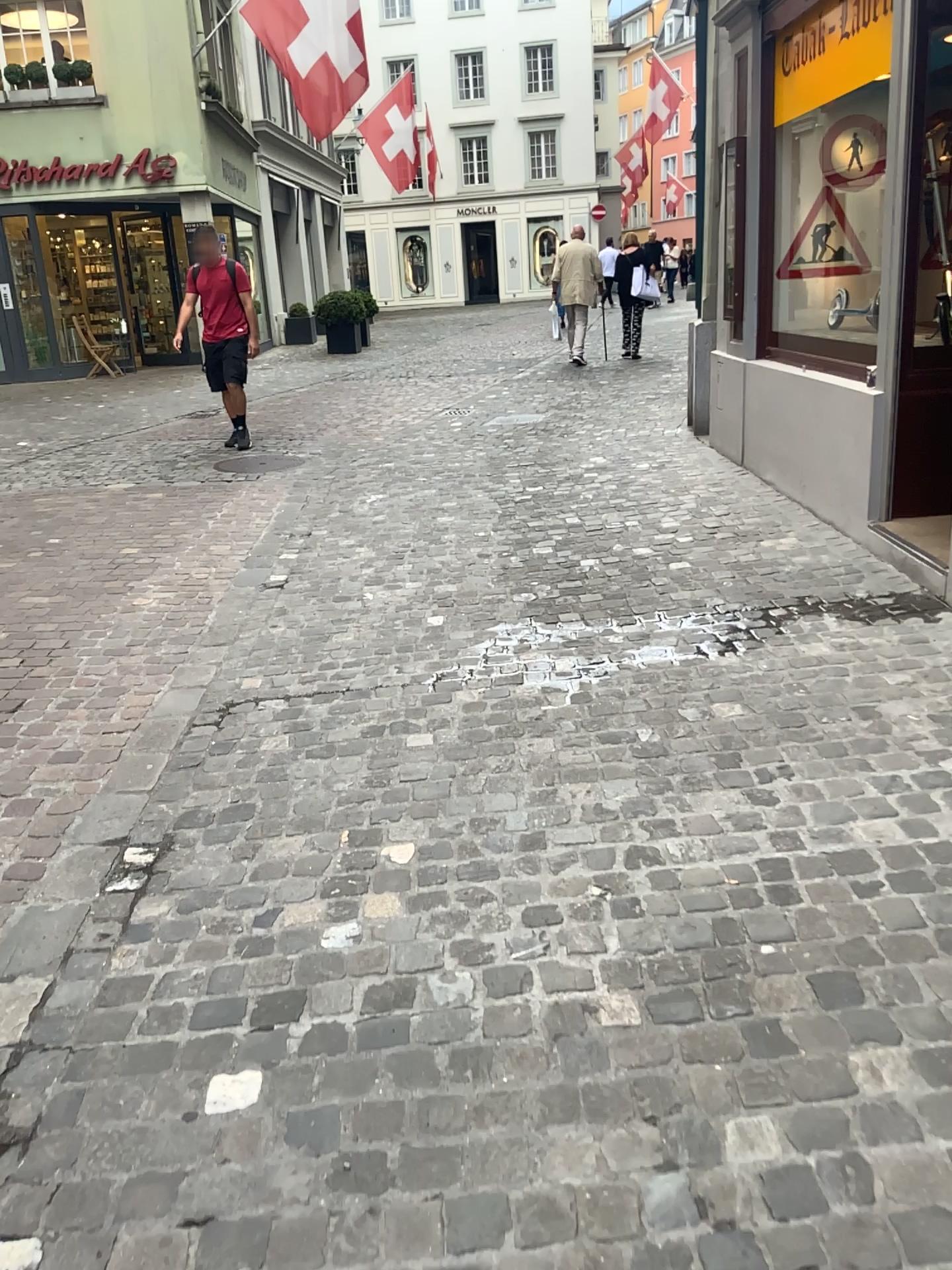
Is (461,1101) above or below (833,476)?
below
